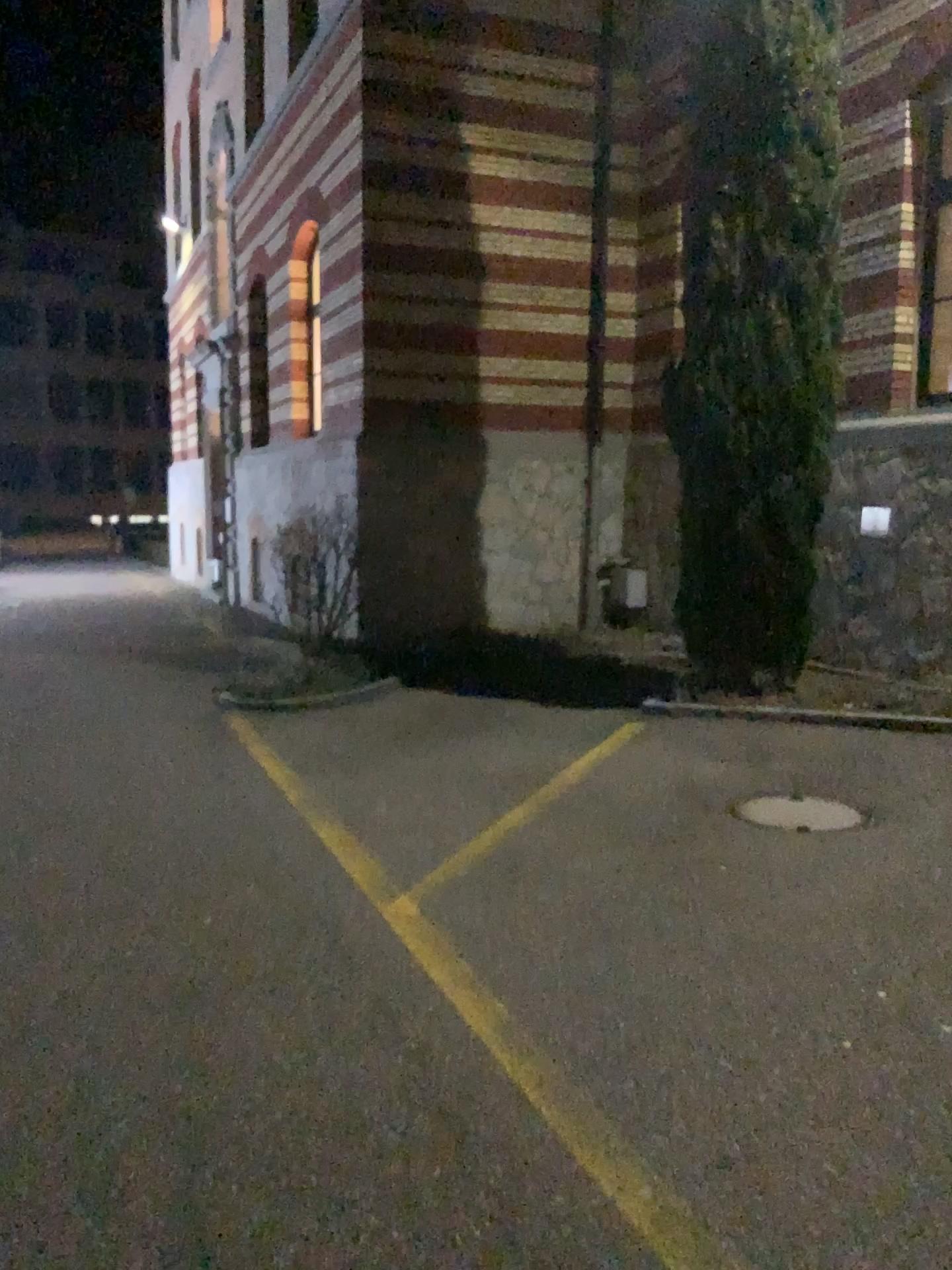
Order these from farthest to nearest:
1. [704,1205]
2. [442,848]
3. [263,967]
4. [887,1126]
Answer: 1. [442,848]
2. [263,967]
3. [887,1126]
4. [704,1205]
